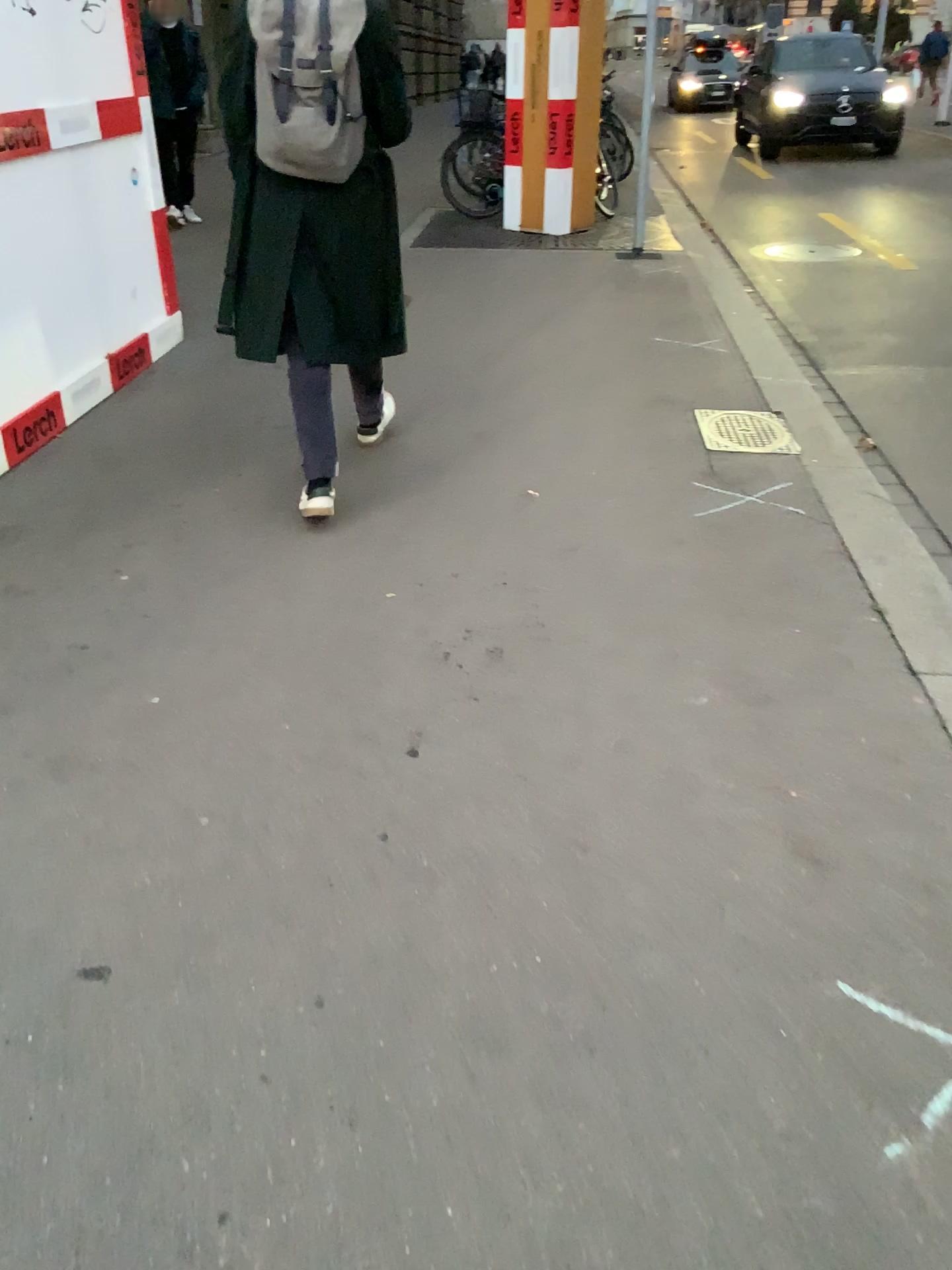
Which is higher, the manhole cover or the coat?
the coat

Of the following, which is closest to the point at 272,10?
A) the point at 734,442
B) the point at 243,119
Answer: the point at 243,119

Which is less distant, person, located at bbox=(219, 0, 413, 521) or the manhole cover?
person, located at bbox=(219, 0, 413, 521)

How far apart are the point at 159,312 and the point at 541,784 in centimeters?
391cm

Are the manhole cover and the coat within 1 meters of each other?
no

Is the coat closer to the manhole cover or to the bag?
the bag

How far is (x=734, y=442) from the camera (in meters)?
4.19

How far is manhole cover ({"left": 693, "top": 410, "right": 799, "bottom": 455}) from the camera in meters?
4.2 m

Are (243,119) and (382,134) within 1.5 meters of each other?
yes

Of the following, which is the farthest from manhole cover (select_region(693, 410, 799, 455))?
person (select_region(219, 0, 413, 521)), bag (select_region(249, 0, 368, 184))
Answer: bag (select_region(249, 0, 368, 184))
